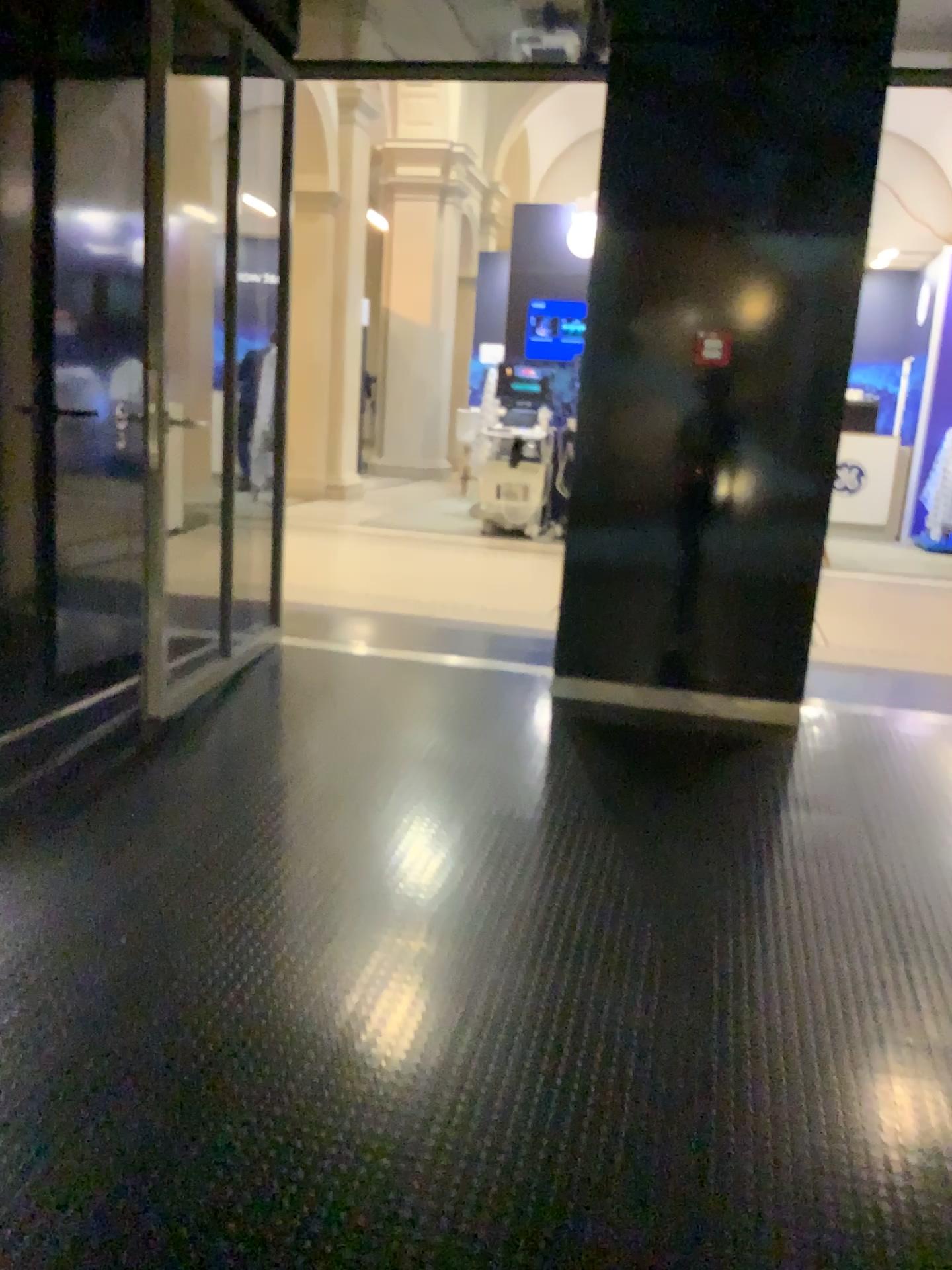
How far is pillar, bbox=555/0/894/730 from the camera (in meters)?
4.09

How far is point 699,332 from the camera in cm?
416

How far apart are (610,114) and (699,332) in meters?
0.9

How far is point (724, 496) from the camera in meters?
4.2 m

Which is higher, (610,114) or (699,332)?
(610,114)

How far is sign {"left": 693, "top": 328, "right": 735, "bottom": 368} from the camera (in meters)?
4.16
